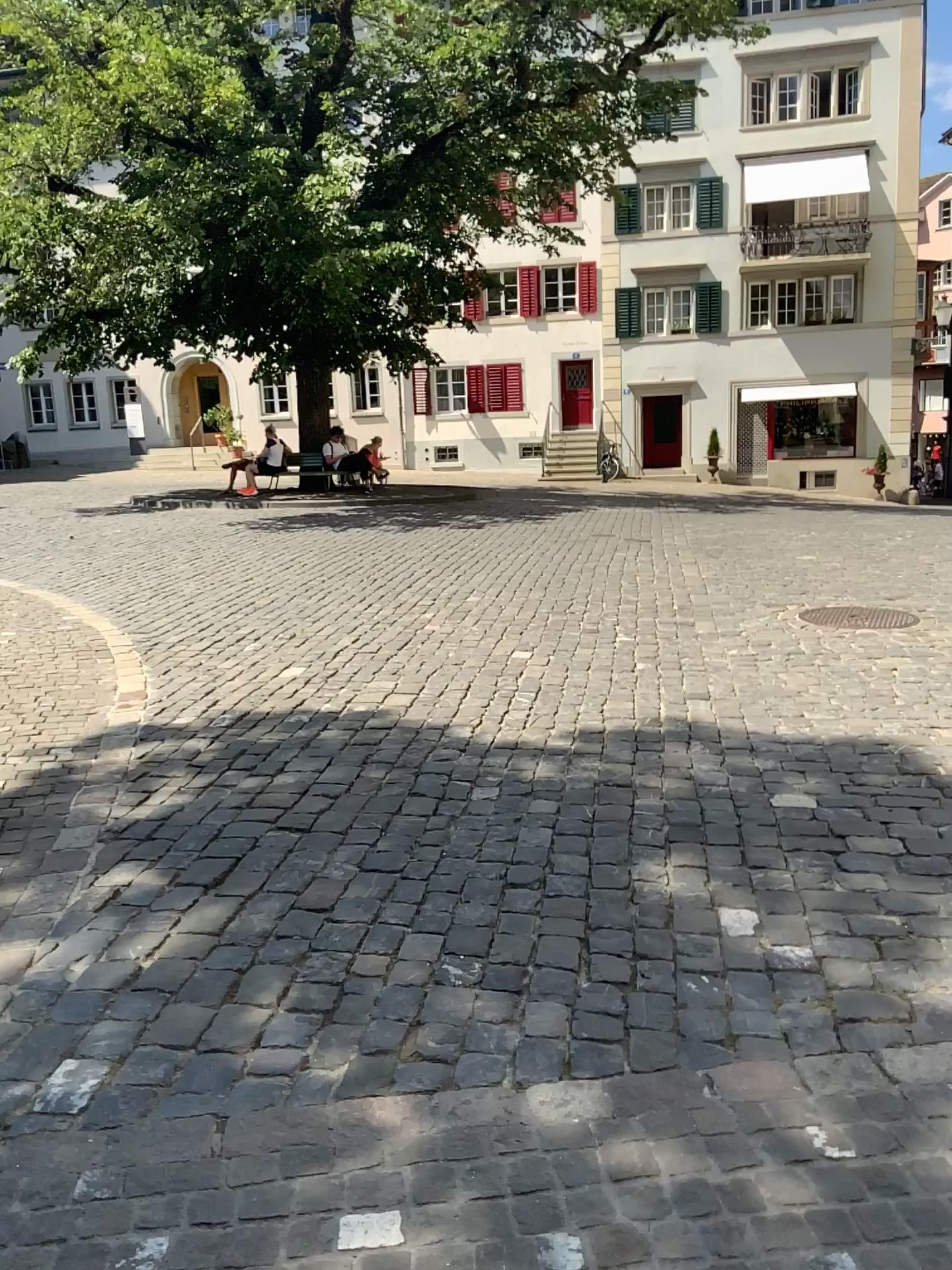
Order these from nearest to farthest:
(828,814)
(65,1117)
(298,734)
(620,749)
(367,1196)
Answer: (367,1196) < (65,1117) < (828,814) < (620,749) < (298,734)
